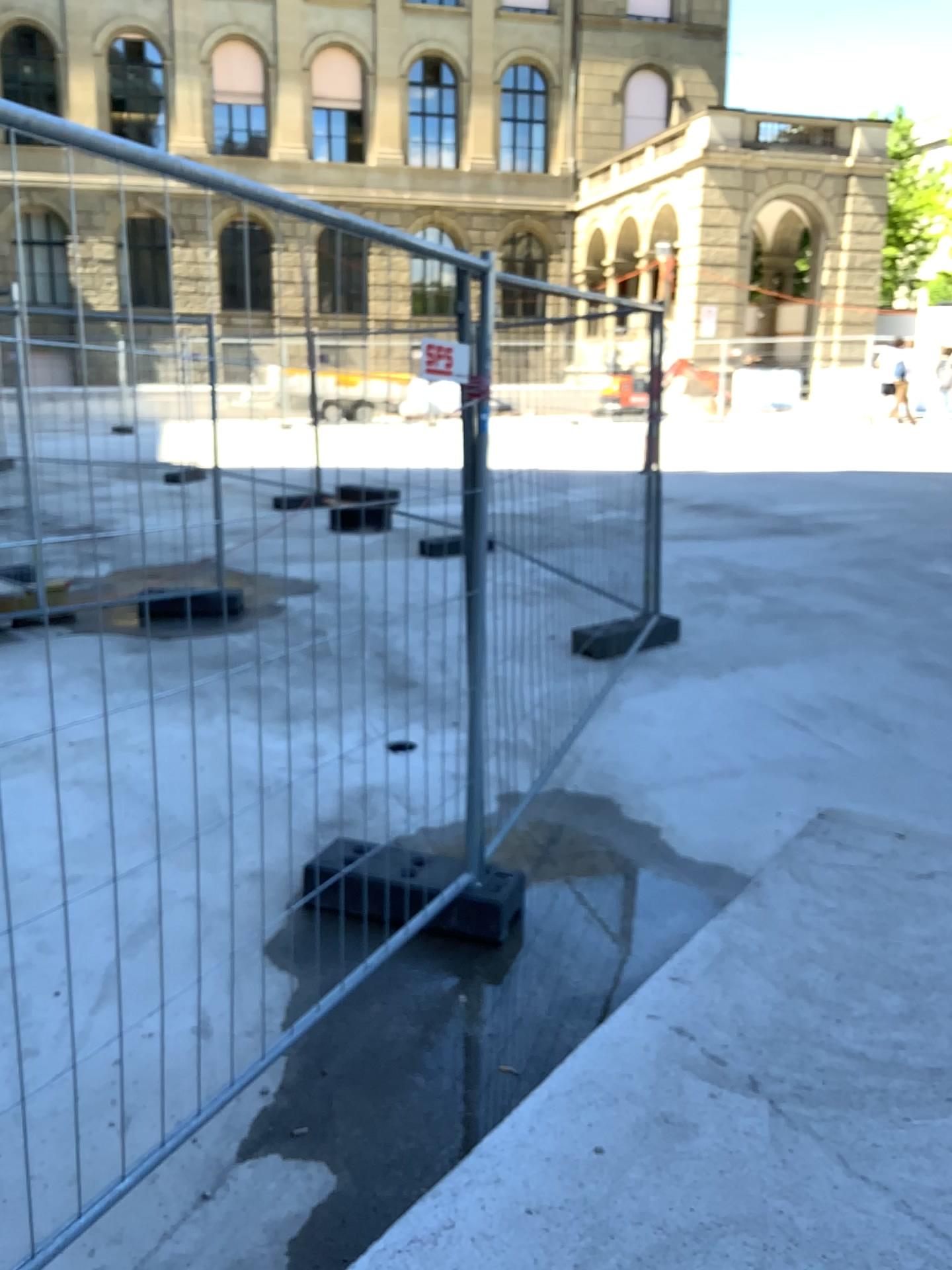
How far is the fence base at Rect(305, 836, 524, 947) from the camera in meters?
3.2 m

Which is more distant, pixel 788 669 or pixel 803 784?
pixel 788 669

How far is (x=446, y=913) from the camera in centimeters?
324cm
